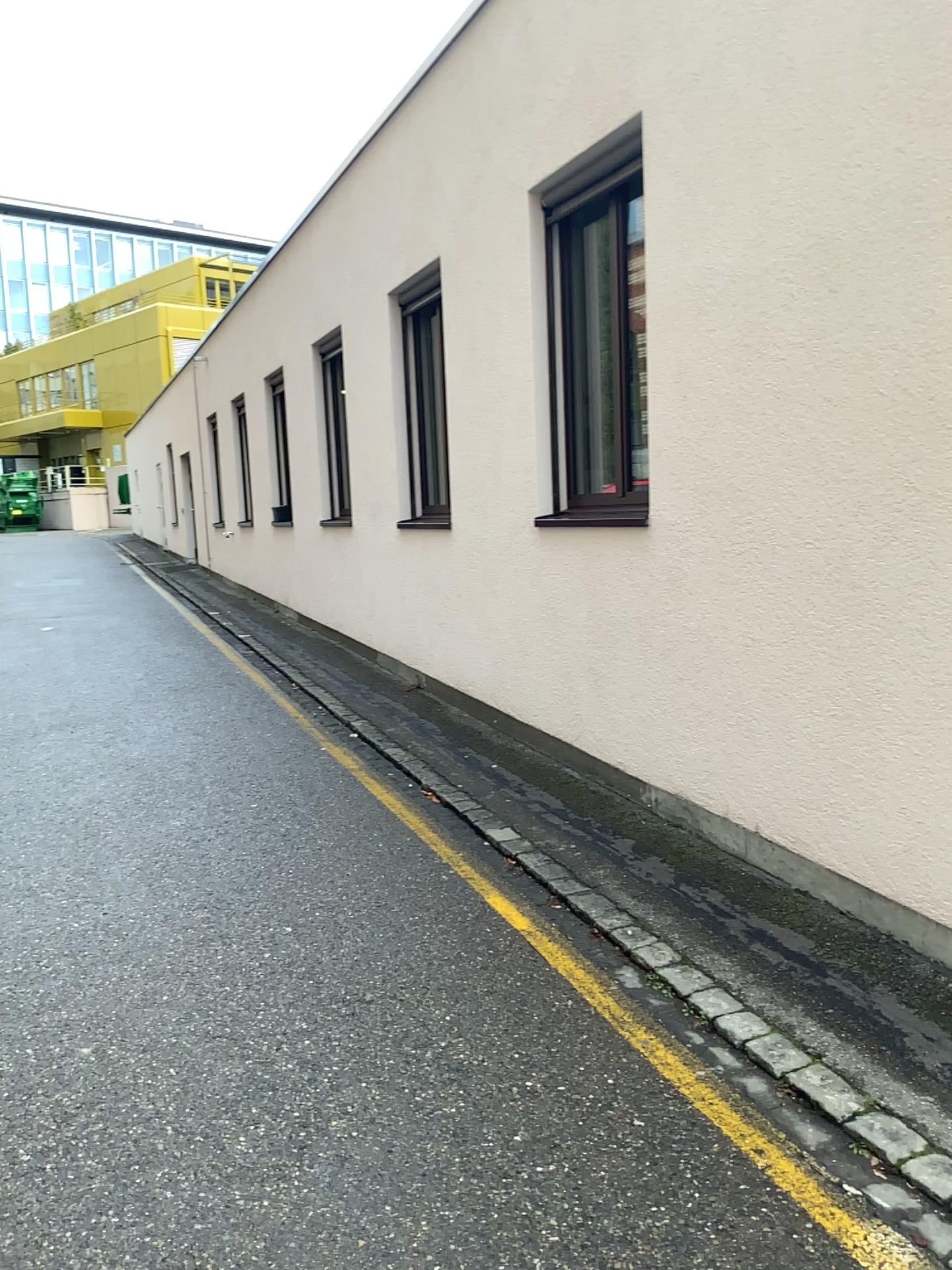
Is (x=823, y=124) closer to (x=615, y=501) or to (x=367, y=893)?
(x=615, y=501)
